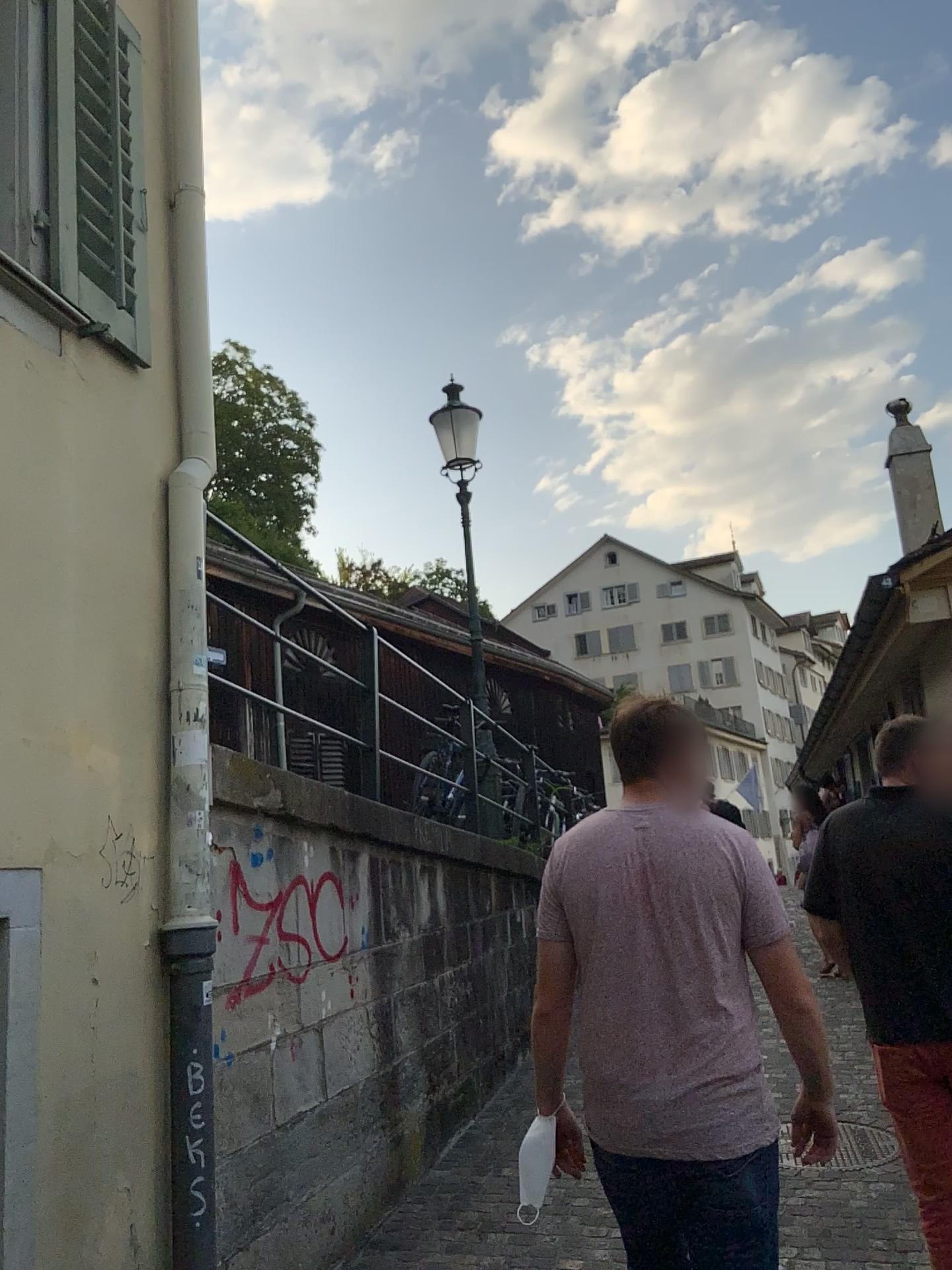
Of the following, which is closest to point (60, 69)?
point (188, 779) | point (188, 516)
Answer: point (188, 516)

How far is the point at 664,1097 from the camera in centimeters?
210cm

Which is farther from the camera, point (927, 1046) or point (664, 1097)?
point (927, 1046)

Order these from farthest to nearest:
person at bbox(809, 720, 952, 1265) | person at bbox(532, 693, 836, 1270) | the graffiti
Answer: the graffiti, person at bbox(809, 720, 952, 1265), person at bbox(532, 693, 836, 1270)

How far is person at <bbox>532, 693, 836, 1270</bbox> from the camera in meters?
2.1 m

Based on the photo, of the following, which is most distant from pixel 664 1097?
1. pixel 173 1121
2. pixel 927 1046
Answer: pixel 173 1121

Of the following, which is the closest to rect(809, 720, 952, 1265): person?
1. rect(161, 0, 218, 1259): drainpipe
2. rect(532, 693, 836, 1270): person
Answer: rect(532, 693, 836, 1270): person

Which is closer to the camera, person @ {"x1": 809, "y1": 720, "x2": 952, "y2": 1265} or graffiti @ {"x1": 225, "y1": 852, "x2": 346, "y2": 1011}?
person @ {"x1": 809, "y1": 720, "x2": 952, "y2": 1265}

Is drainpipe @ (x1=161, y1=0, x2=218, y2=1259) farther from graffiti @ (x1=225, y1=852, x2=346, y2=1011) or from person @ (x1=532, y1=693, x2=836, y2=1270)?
person @ (x1=532, y1=693, x2=836, y2=1270)
